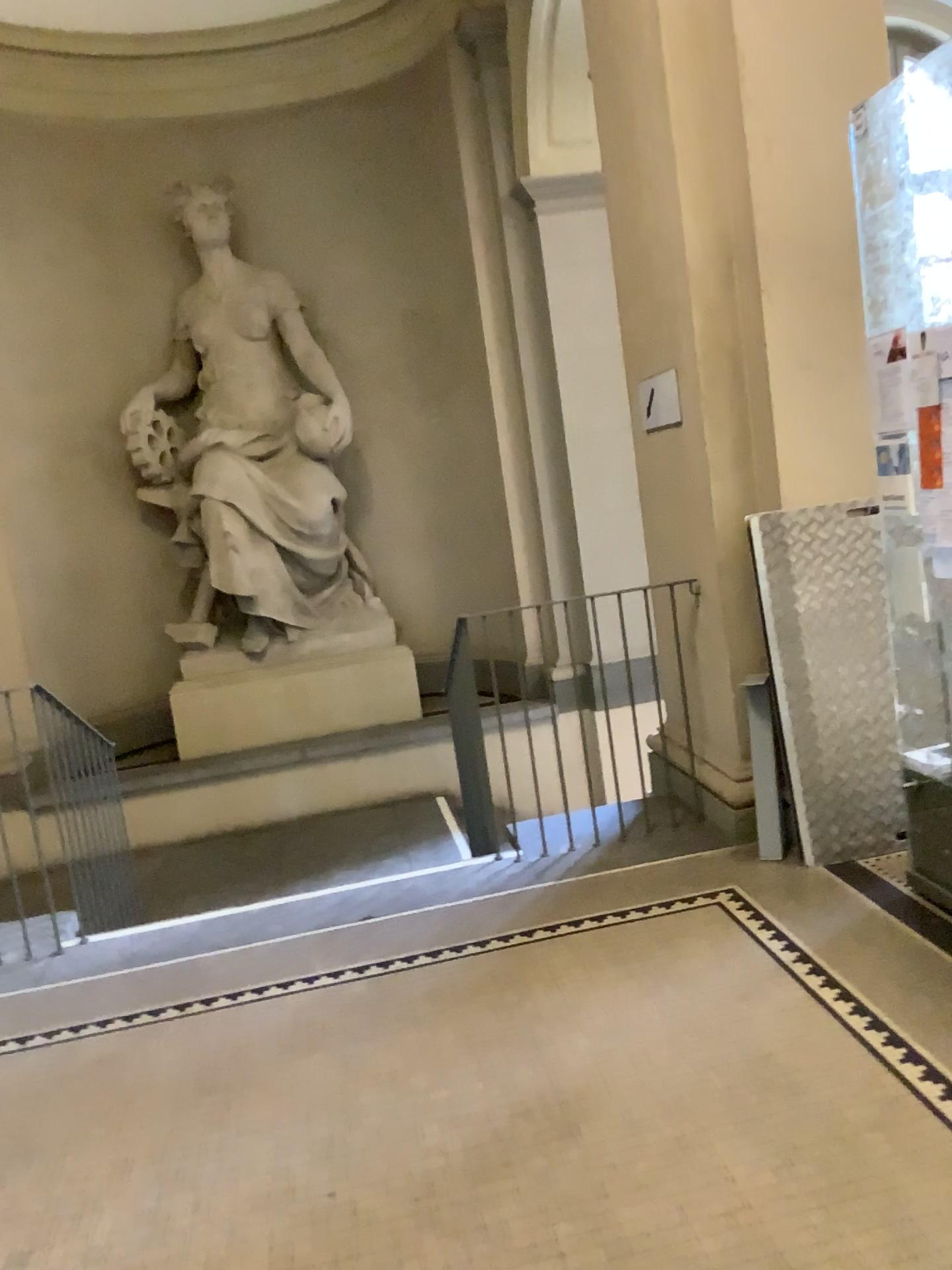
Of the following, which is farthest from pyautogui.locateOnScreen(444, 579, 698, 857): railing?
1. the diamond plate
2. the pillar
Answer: the diamond plate

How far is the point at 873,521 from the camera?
3.68m

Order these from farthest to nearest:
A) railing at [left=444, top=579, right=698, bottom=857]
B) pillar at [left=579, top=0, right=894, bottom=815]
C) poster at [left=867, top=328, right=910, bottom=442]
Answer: railing at [left=444, top=579, right=698, bottom=857]
pillar at [left=579, top=0, right=894, bottom=815]
poster at [left=867, top=328, right=910, bottom=442]

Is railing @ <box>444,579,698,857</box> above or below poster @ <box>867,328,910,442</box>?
below

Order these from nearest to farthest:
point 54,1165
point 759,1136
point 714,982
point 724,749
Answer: point 759,1136 → point 54,1165 → point 714,982 → point 724,749

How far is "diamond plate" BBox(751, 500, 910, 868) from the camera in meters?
3.7 m

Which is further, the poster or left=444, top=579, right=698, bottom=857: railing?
left=444, top=579, right=698, bottom=857: railing

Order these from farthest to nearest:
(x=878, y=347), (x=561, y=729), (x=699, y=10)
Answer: (x=561, y=729), (x=699, y=10), (x=878, y=347)

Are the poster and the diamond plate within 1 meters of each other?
yes

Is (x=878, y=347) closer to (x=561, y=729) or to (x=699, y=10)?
(x=699, y=10)
